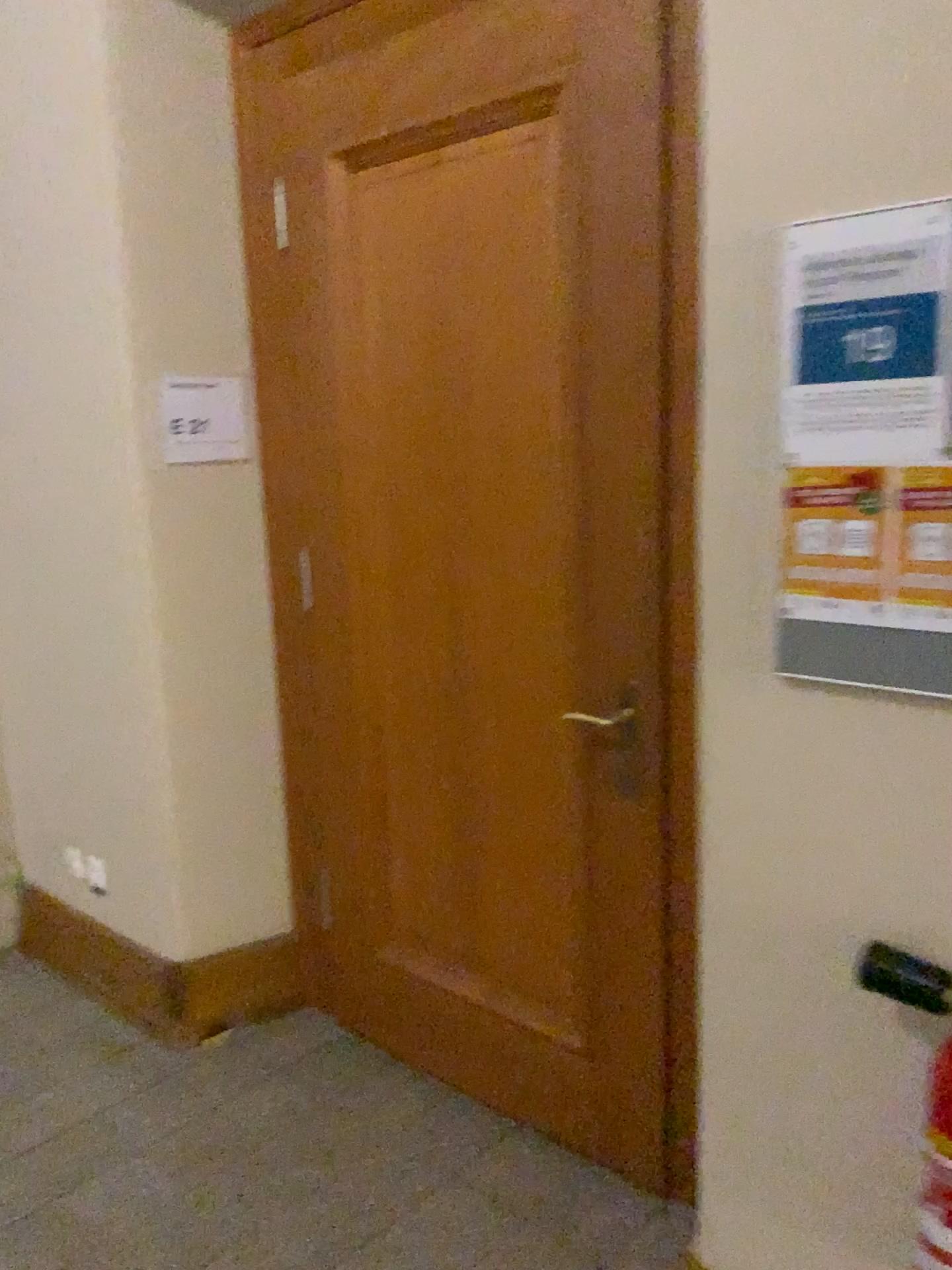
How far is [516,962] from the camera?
2.40m

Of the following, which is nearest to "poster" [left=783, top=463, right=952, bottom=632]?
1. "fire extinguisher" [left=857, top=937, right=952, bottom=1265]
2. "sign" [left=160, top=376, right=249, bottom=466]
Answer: "fire extinguisher" [left=857, top=937, right=952, bottom=1265]

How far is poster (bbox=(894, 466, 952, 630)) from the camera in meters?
1.3 m

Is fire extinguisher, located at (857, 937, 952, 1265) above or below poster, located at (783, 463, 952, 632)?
below

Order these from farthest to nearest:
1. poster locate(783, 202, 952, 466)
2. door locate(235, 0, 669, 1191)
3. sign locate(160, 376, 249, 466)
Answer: sign locate(160, 376, 249, 466) < door locate(235, 0, 669, 1191) < poster locate(783, 202, 952, 466)

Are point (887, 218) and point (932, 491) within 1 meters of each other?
yes

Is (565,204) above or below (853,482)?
above

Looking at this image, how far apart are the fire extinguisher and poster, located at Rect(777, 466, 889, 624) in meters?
0.4 m

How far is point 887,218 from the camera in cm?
127

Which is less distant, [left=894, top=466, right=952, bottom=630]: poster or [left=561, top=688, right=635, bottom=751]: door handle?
[left=894, top=466, right=952, bottom=630]: poster
